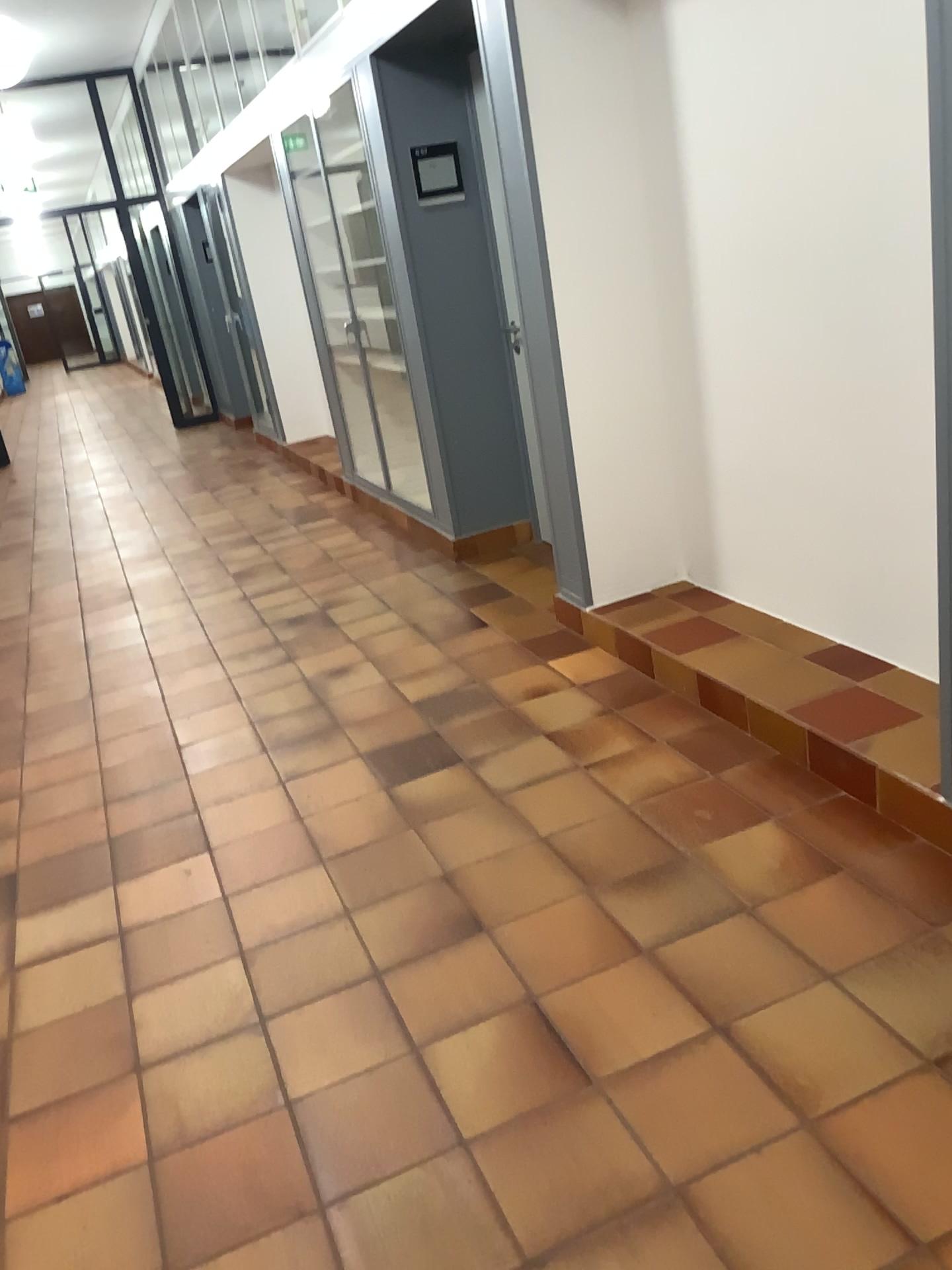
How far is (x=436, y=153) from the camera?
4.5 meters

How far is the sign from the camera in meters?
4.5 m

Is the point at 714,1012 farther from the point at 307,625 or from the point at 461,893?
the point at 307,625
